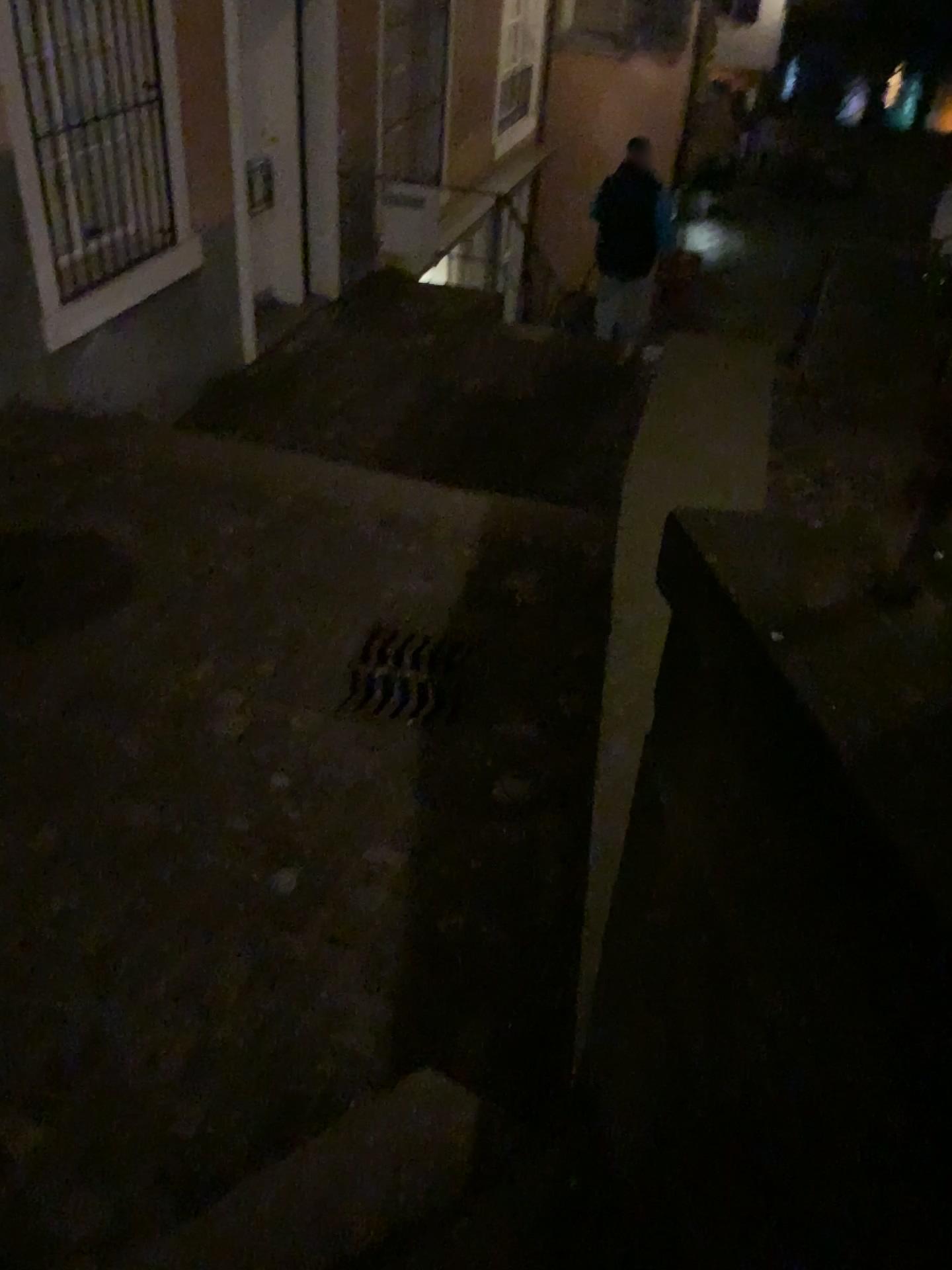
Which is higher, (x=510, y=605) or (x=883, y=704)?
(x=883, y=704)

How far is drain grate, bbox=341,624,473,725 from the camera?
3.2m

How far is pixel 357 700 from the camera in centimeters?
319cm
